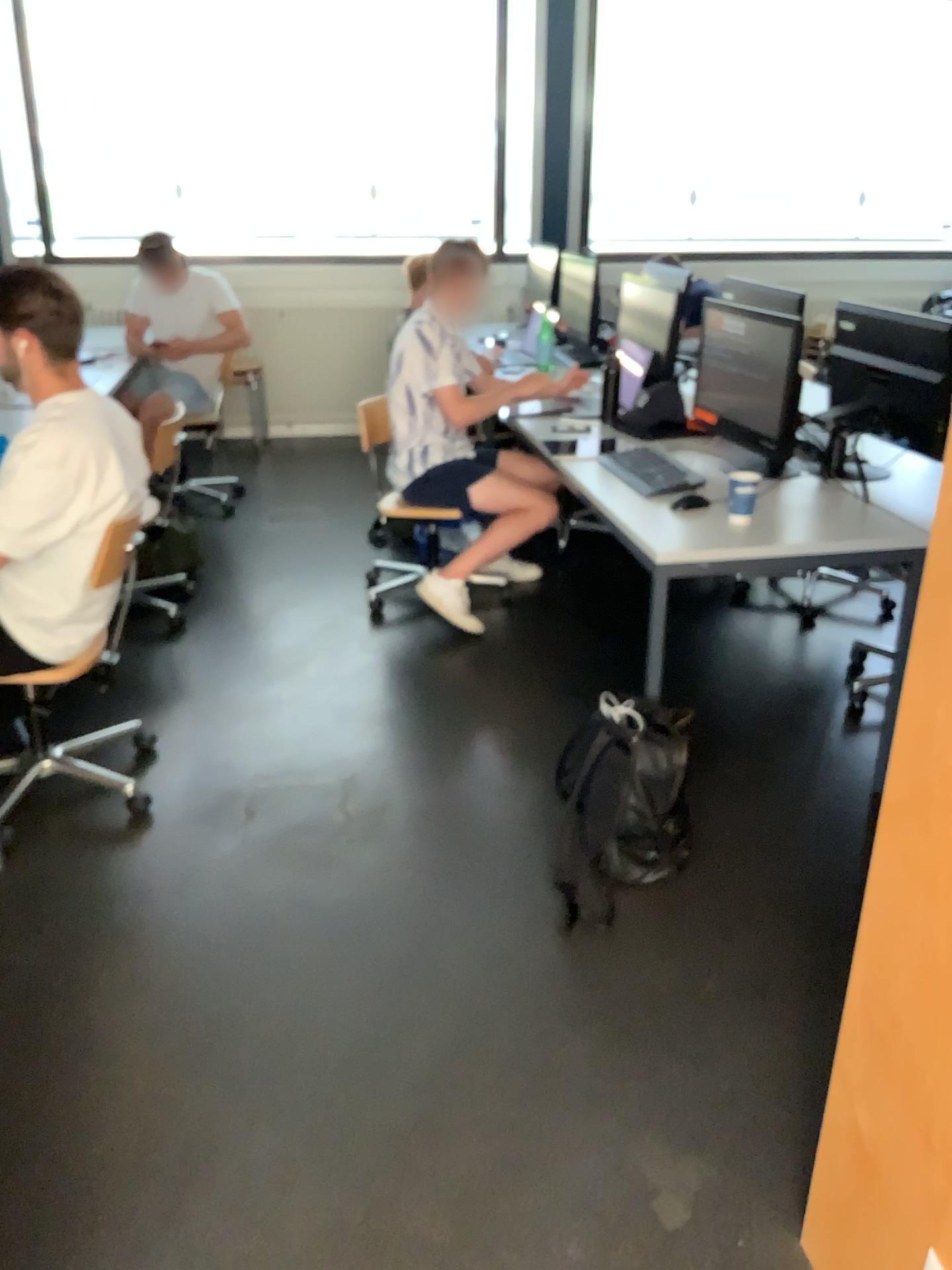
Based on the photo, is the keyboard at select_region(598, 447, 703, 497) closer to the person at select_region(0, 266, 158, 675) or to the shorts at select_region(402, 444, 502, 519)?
the shorts at select_region(402, 444, 502, 519)

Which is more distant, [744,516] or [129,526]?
[744,516]

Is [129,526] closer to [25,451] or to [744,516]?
[25,451]

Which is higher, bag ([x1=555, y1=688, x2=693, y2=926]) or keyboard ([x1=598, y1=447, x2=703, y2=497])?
keyboard ([x1=598, y1=447, x2=703, y2=497])

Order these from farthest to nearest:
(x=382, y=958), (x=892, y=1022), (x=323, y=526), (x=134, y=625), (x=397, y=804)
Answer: (x=323, y=526) < (x=134, y=625) < (x=397, y=804) < (x=382, y=958) < (x=892, y=1022)

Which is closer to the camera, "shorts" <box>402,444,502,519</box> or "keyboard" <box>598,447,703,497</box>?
"keyboard" <box>598,447,703,497</box>

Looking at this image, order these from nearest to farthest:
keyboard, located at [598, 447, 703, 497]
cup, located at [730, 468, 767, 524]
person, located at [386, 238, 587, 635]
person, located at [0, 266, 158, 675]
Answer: person, located at [0, 266, 158, 675]
cup, located at [730, 468, 767, 524]
keyboard, located at [598, 447, 703, 497]
person, located at [386, 238, 587, 635]

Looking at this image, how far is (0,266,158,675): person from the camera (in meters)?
2.37

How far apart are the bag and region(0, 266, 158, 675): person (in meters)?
1.22

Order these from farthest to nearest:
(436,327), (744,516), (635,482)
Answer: (436,327)
(635,482)
(744,516)
